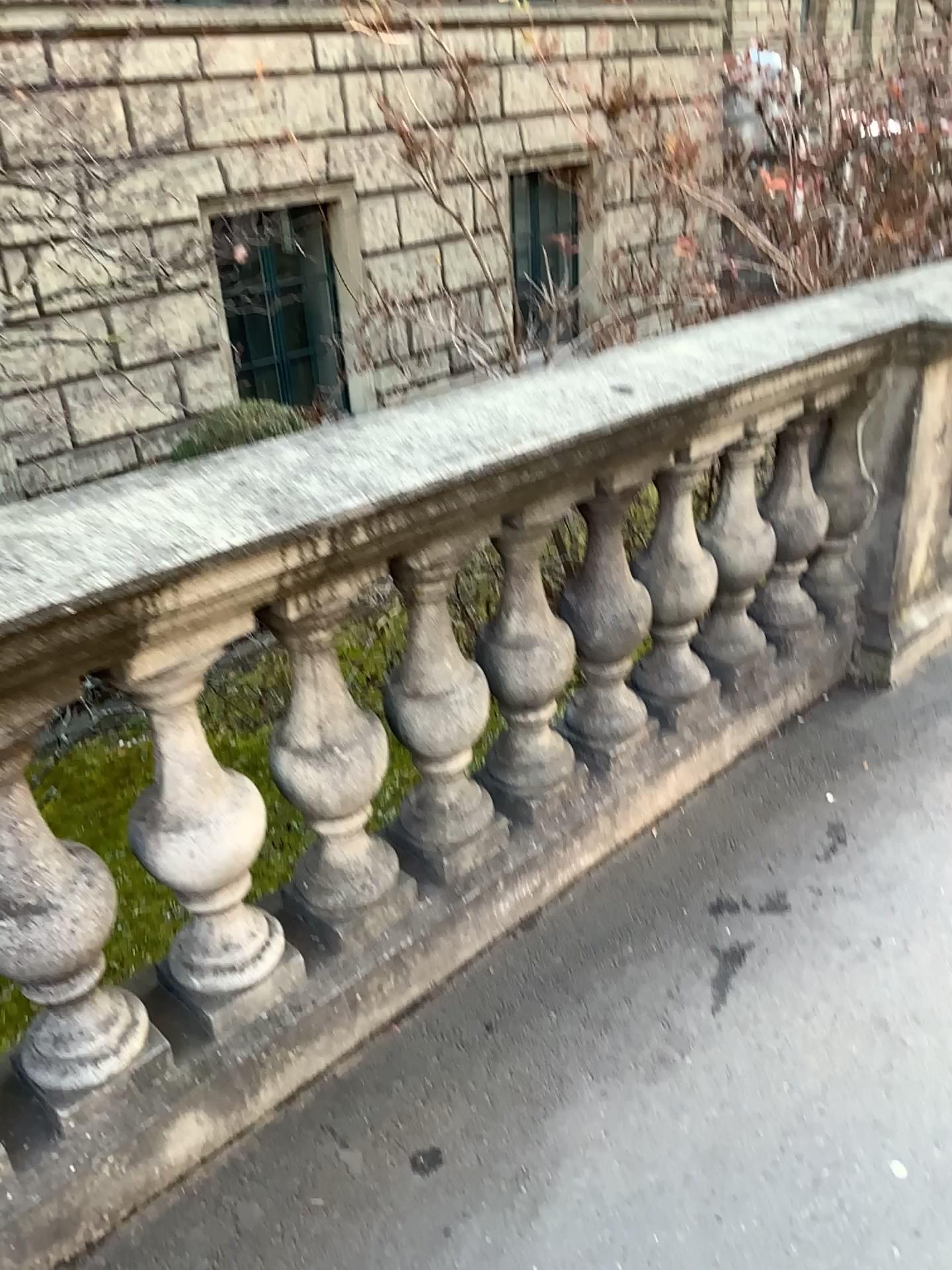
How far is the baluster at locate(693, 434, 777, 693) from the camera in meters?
2.5 m

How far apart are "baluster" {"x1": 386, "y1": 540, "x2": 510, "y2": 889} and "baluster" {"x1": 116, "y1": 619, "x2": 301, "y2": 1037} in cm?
31

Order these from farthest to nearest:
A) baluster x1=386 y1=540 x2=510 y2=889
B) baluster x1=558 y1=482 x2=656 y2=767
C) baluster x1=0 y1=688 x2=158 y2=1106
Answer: baluster x1=558 y1=482 x2=656 y2=767
baluster x1=386 y1=540 x2=510 y2=889
baluster x1=0 y1=688 x2=158 y2=1106

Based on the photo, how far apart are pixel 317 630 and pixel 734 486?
1.3 meters

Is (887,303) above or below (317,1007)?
above

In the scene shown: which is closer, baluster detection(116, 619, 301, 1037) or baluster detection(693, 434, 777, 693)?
baluster detection(116, 619, 301, 1037)

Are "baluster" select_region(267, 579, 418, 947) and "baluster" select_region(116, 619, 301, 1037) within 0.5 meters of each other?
yes

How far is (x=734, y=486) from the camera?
2.5m

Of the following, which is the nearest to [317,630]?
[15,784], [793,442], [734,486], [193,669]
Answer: [193,669]

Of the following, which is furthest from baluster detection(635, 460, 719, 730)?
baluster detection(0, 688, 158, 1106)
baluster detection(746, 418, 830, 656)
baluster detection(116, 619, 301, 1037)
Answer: baluster detection(0, 688, 158, 1106)
